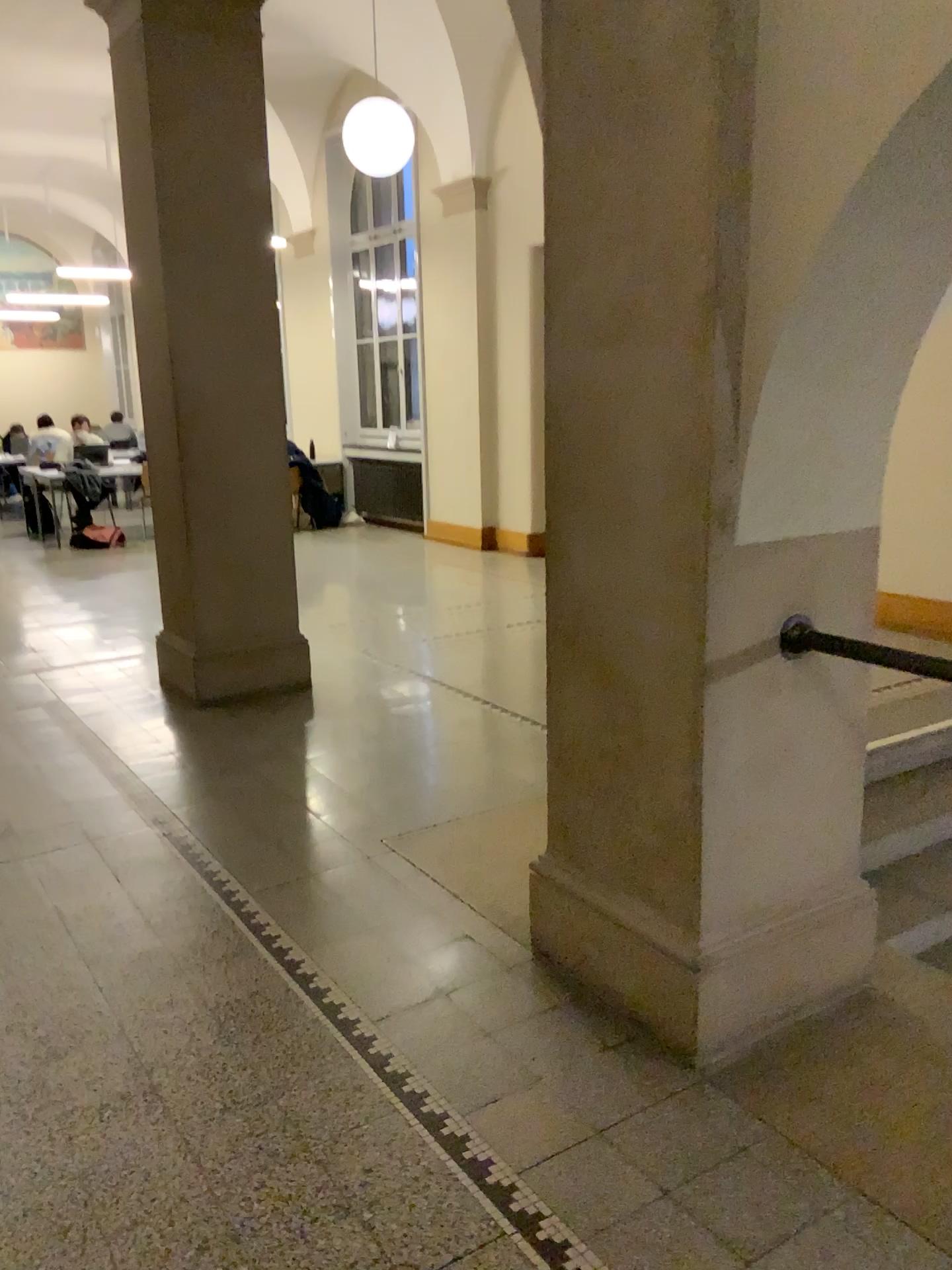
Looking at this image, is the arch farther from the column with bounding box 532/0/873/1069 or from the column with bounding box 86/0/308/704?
the column with bounding box 86/0/308/704

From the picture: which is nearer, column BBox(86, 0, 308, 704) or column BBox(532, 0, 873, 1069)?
column BBox(532, 0, 873, 1069)

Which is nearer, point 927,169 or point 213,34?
point 927,169

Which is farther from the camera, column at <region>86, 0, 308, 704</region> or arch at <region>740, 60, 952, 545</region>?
column at <region>86, 0, 308, 704</region>

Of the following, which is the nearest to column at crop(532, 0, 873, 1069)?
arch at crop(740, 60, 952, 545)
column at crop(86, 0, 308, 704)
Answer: arch at crop(740, 60, 952, 545)

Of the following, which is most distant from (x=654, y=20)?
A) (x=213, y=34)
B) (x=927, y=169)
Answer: (x=213, y=34)

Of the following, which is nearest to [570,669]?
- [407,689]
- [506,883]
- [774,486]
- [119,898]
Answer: [774,486]

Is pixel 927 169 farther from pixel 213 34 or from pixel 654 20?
pixel 213 34
